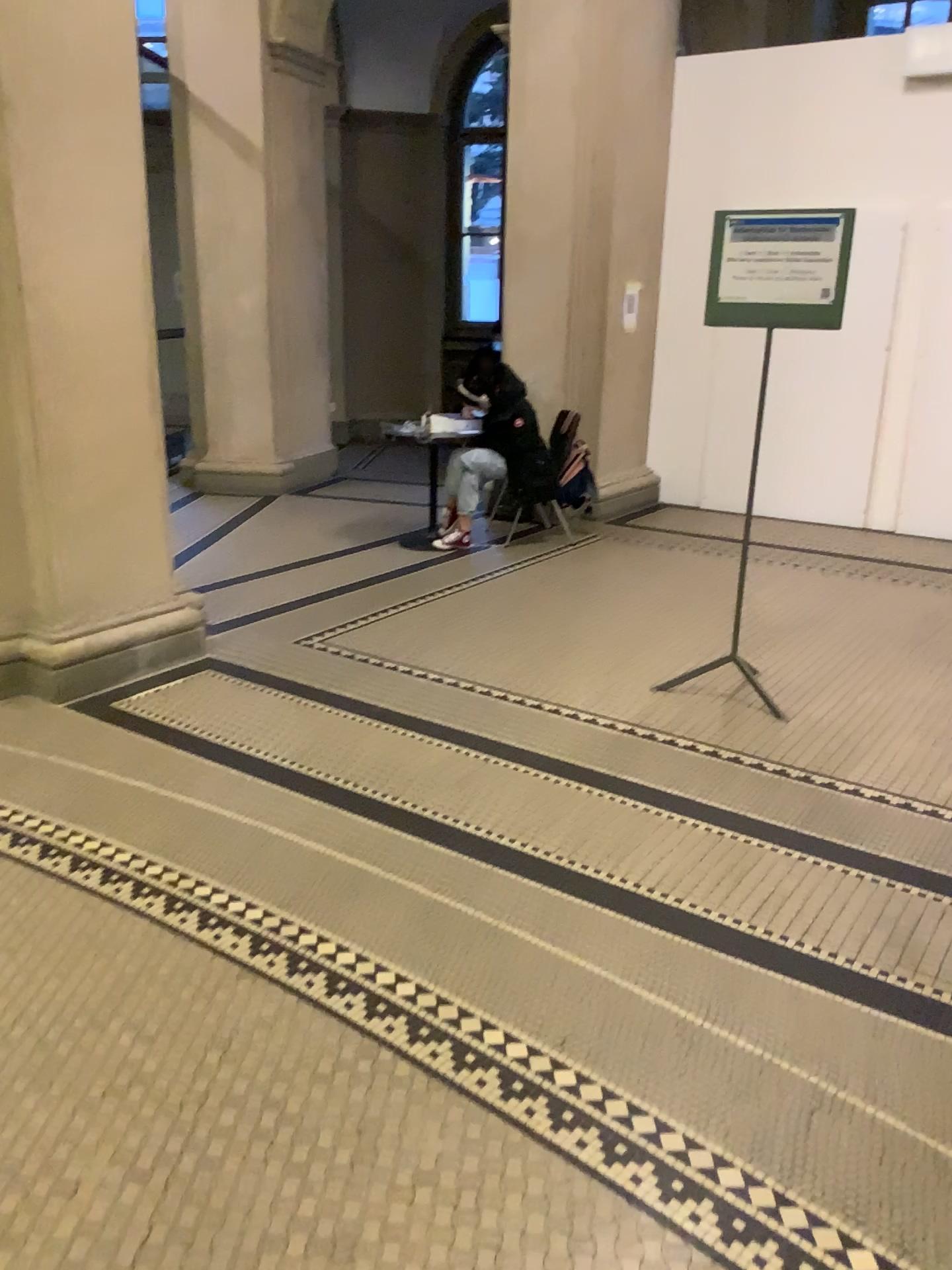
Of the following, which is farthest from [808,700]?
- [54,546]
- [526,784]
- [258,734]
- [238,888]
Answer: [54,546]
